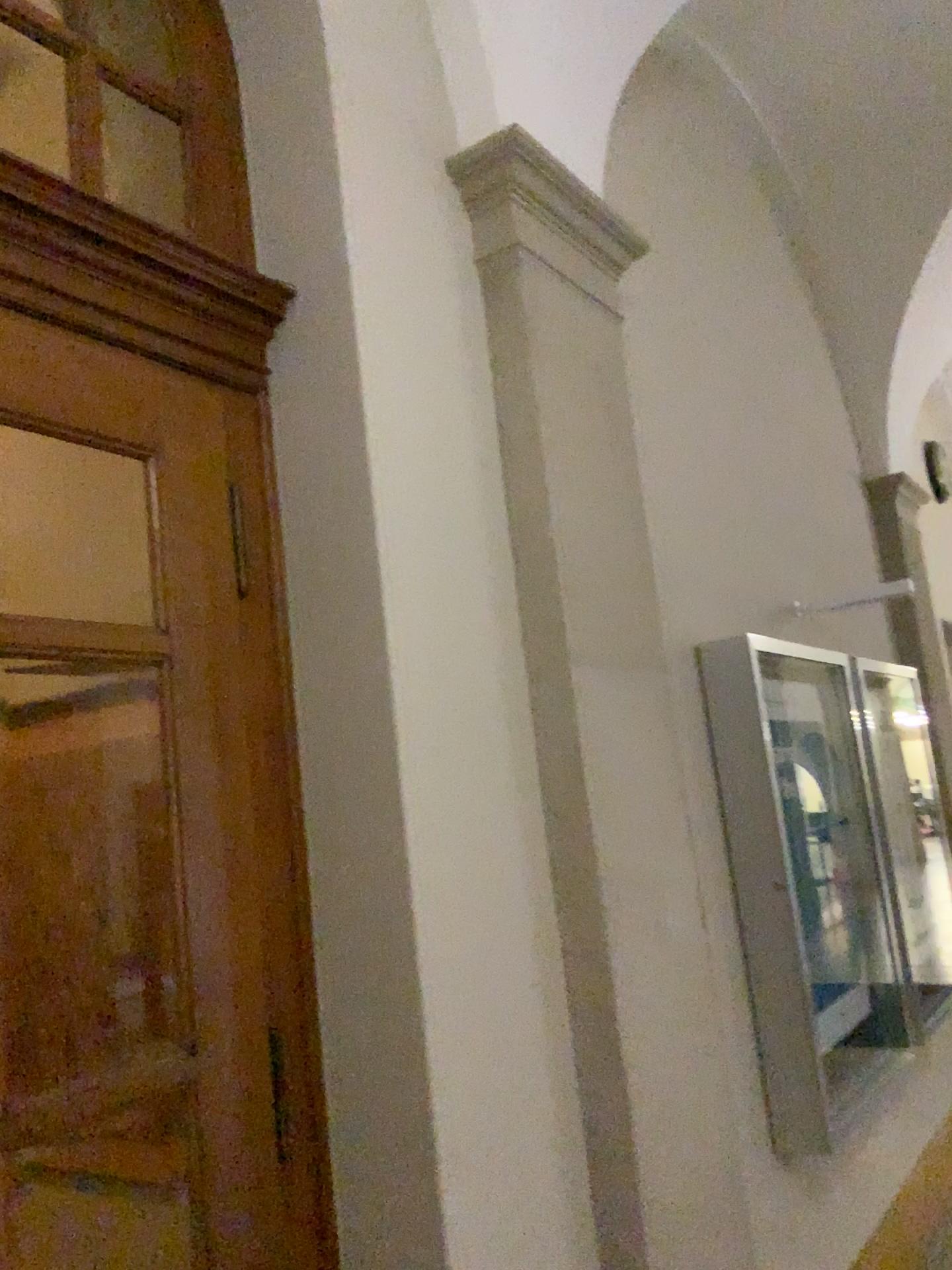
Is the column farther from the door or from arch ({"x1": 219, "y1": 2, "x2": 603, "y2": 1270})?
the door

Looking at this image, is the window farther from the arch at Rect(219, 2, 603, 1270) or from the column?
the column

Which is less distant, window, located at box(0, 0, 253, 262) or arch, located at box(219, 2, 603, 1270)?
arch, located at box(219, 2, 603, 1270)

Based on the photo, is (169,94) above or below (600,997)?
above

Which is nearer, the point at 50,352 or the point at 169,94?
the point at 50,352

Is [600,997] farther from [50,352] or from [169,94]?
[169,94]

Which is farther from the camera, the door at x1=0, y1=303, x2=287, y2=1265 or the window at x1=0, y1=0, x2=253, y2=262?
the window at x1=0, y1=0, x2=253, y2=262

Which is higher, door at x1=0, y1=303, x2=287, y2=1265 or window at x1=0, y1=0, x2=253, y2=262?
window at x1=0, y1=0, x2=253, y2=262

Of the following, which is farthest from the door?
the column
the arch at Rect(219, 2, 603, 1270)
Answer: the column

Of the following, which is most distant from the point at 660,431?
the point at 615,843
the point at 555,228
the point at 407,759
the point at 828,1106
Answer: the point at 828,1106
